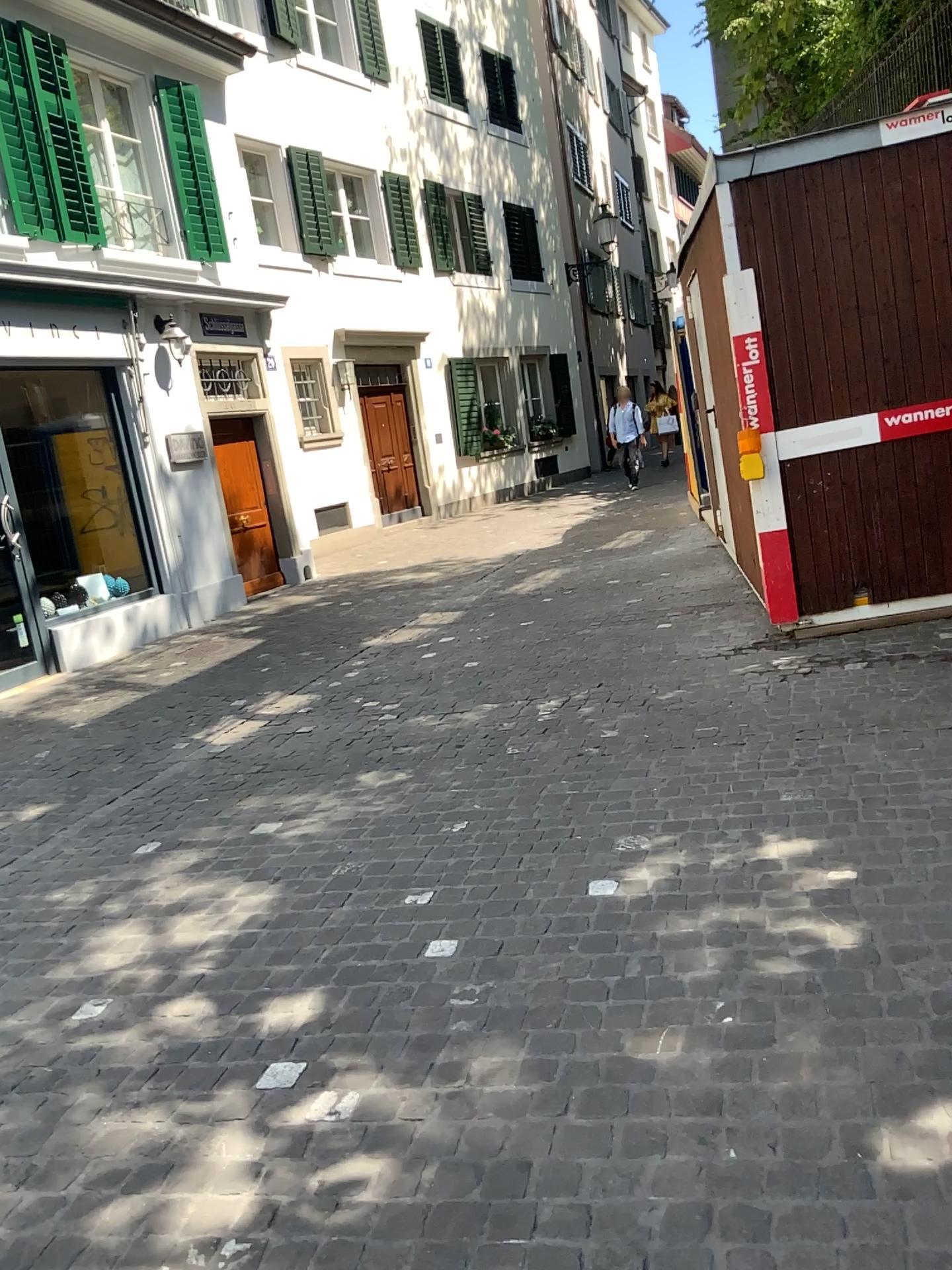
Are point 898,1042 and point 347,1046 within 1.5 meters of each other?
yes
